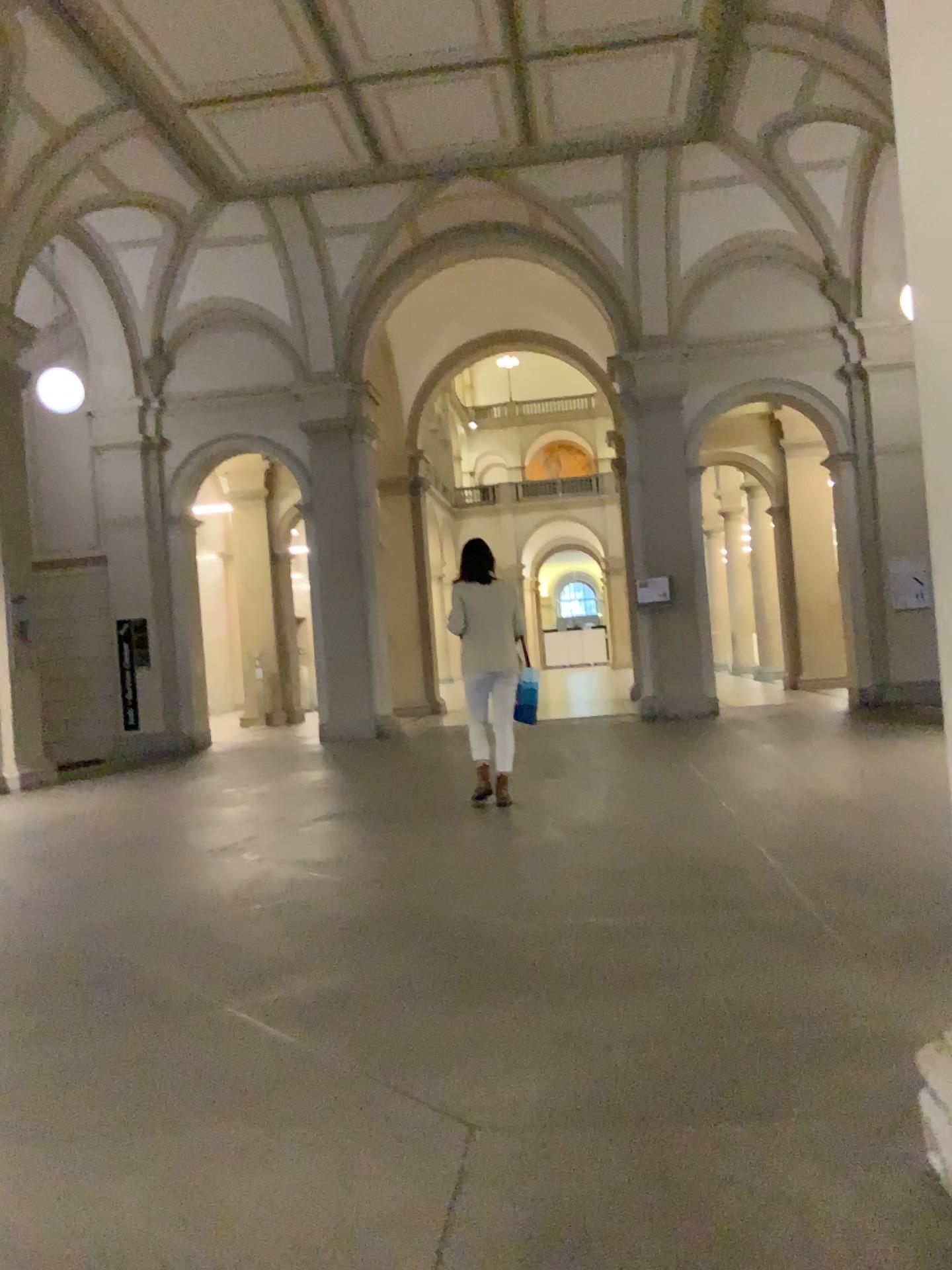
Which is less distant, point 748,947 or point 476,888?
point 748,947
